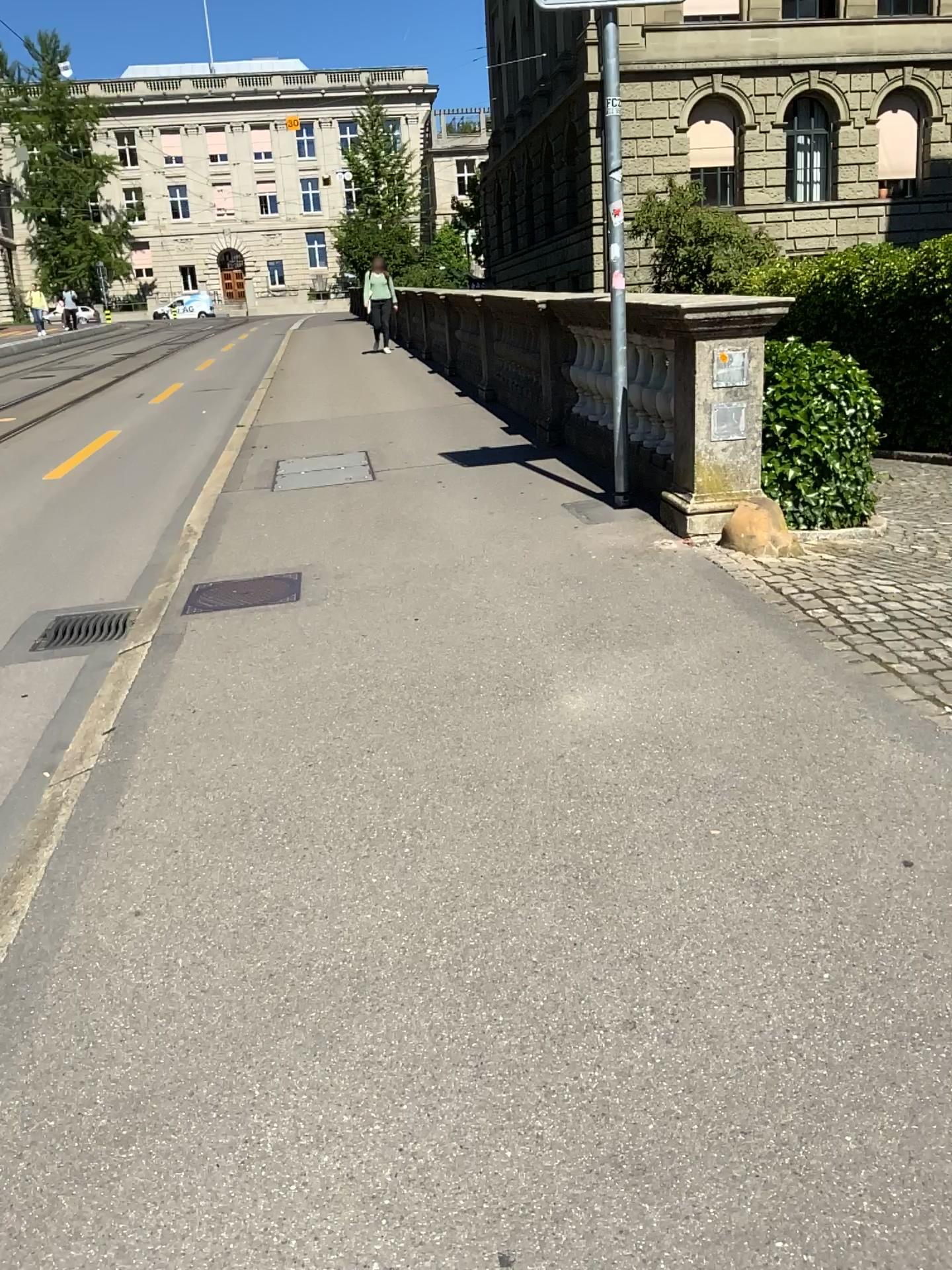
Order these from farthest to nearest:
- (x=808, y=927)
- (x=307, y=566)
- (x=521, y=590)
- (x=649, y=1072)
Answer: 1. (x=307, y=566)
2. (x=521, y=590)
3. (x=808, y=927)
4. (x=649, y=1072)
